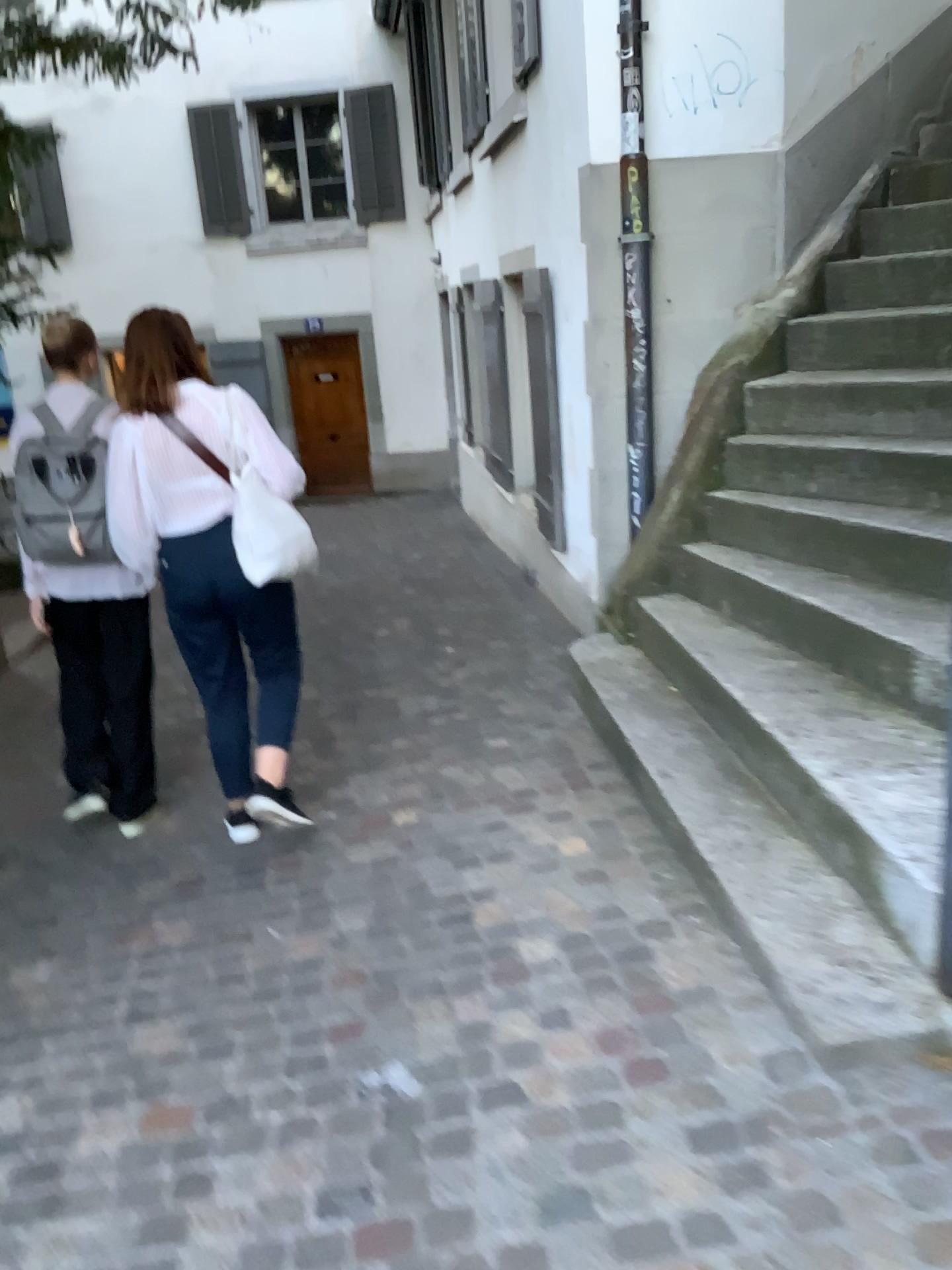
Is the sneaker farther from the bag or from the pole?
the pole

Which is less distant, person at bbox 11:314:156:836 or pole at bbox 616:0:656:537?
person at bbox 11:314:156:836

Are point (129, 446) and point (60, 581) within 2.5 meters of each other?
yes

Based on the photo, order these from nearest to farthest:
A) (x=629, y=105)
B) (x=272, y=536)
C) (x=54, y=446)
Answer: (x=272, y=536) < (x=54, y=446) < (x=629, y=105)

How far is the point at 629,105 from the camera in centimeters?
439cm

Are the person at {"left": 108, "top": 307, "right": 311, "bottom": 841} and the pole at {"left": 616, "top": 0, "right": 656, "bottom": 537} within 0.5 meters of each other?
no

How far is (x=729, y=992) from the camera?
2.38m

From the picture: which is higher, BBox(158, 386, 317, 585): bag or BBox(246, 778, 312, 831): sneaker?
BBox(158, 386, 317, 585): bag

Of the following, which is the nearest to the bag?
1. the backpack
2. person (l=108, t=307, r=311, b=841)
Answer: person (l=108, t=307, r=311, b=841)

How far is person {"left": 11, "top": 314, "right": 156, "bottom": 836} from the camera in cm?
344
